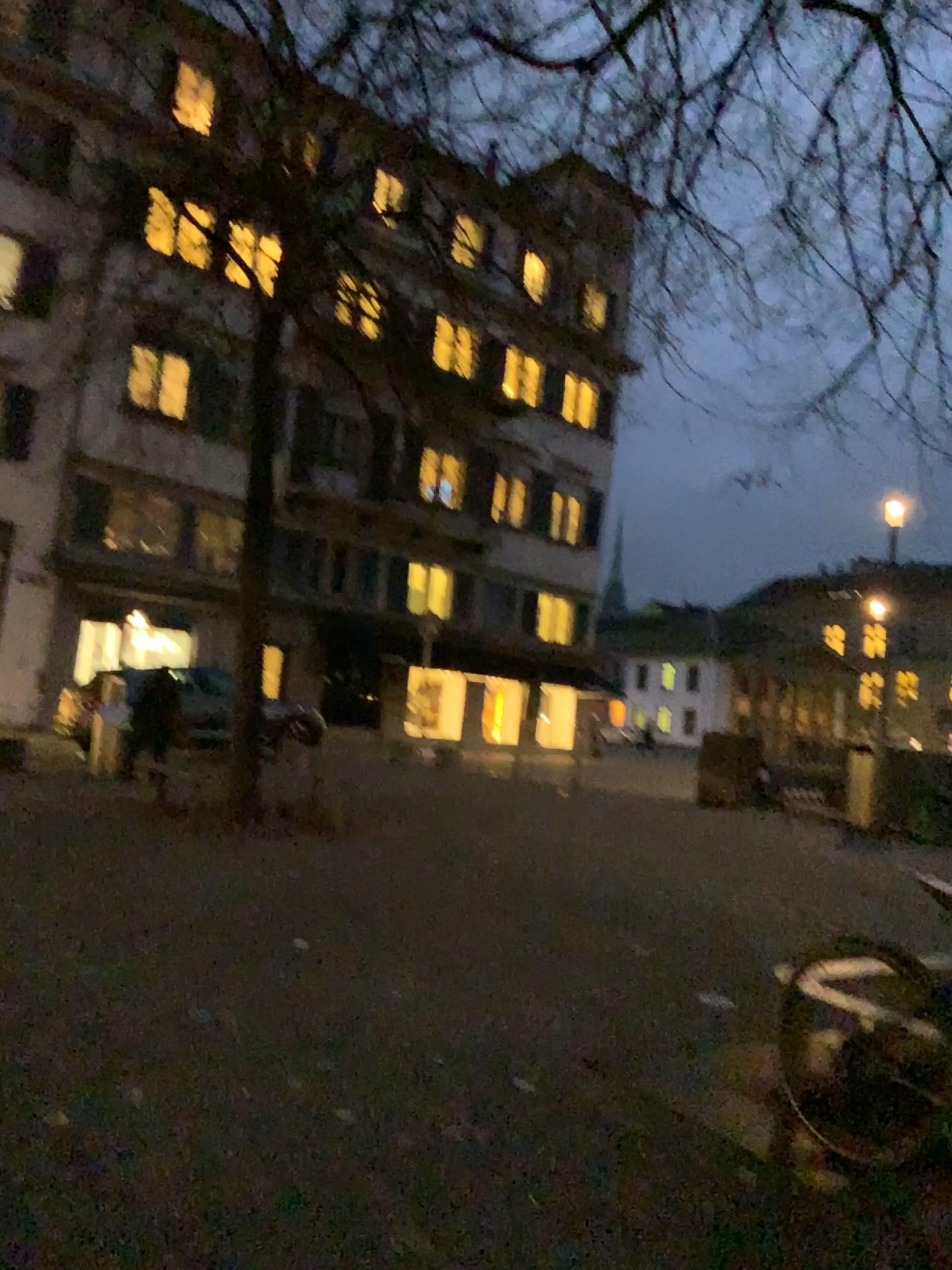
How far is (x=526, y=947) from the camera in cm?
548
